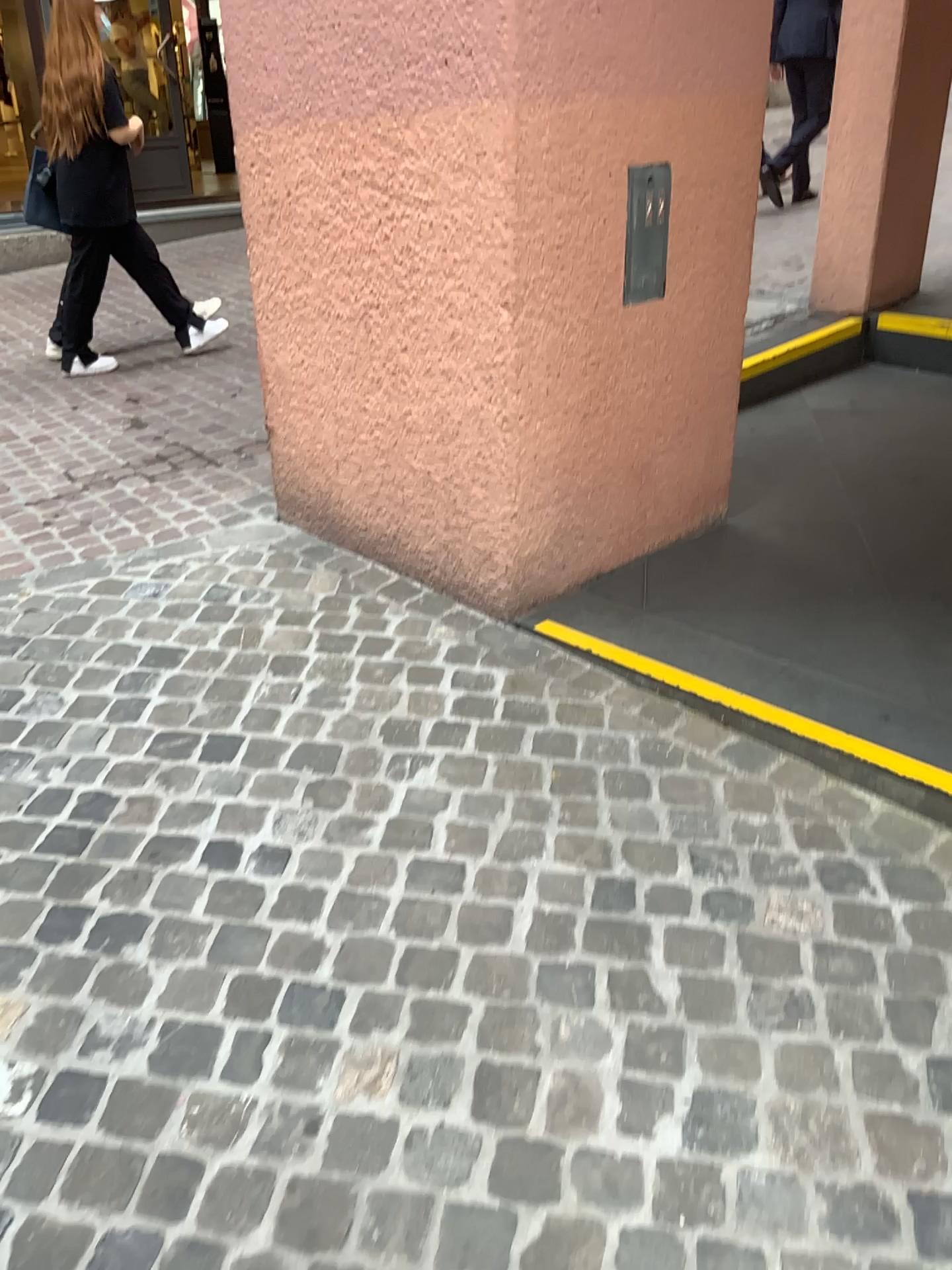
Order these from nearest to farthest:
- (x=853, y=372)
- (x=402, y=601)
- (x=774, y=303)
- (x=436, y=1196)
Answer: (x=436, y=1196) < (x=402, y=601) < (x=853, y=372) < (x=774, y=303)

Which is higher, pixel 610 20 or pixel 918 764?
pixel 610 20
